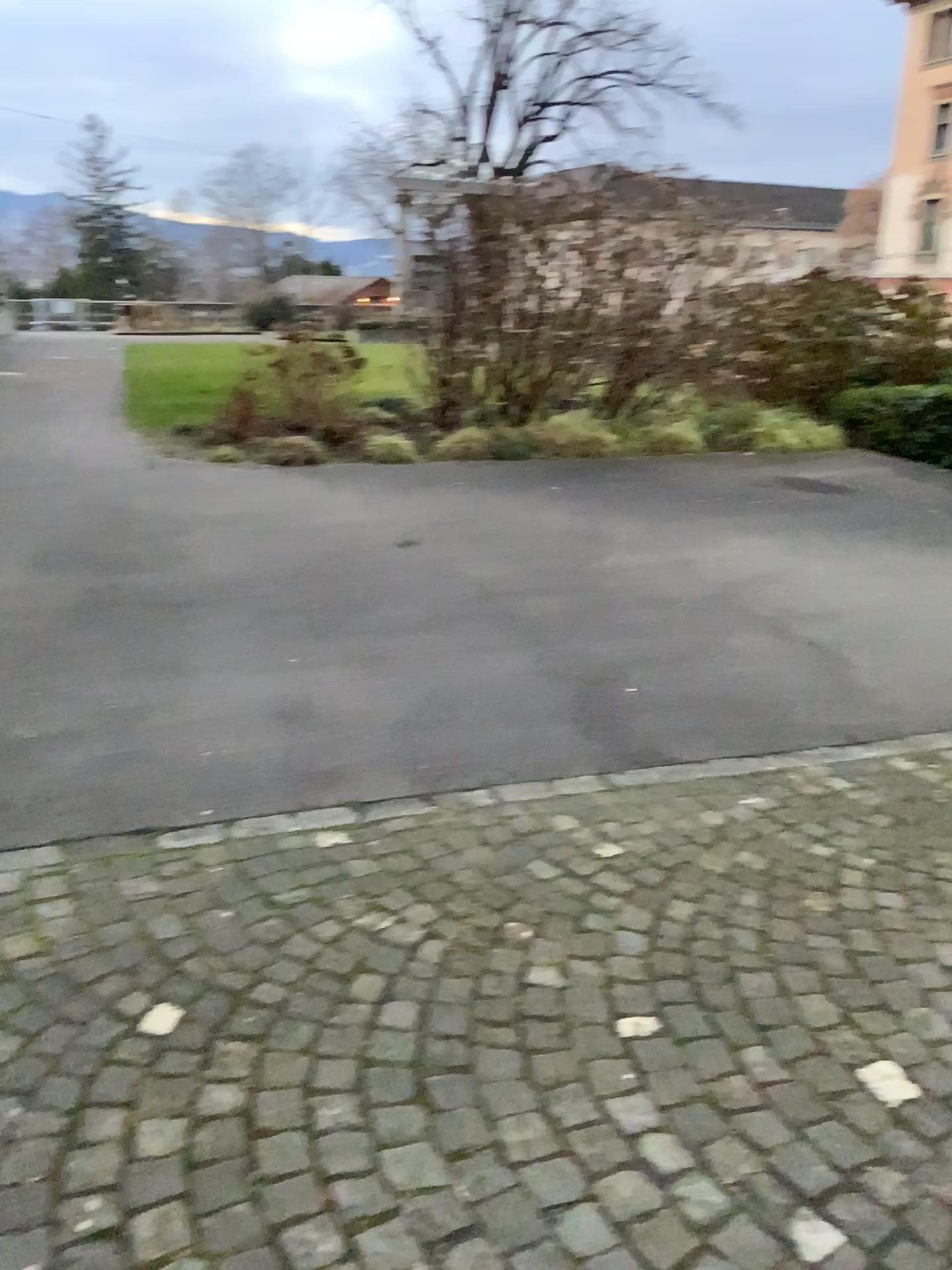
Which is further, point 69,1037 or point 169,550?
point 169,550
